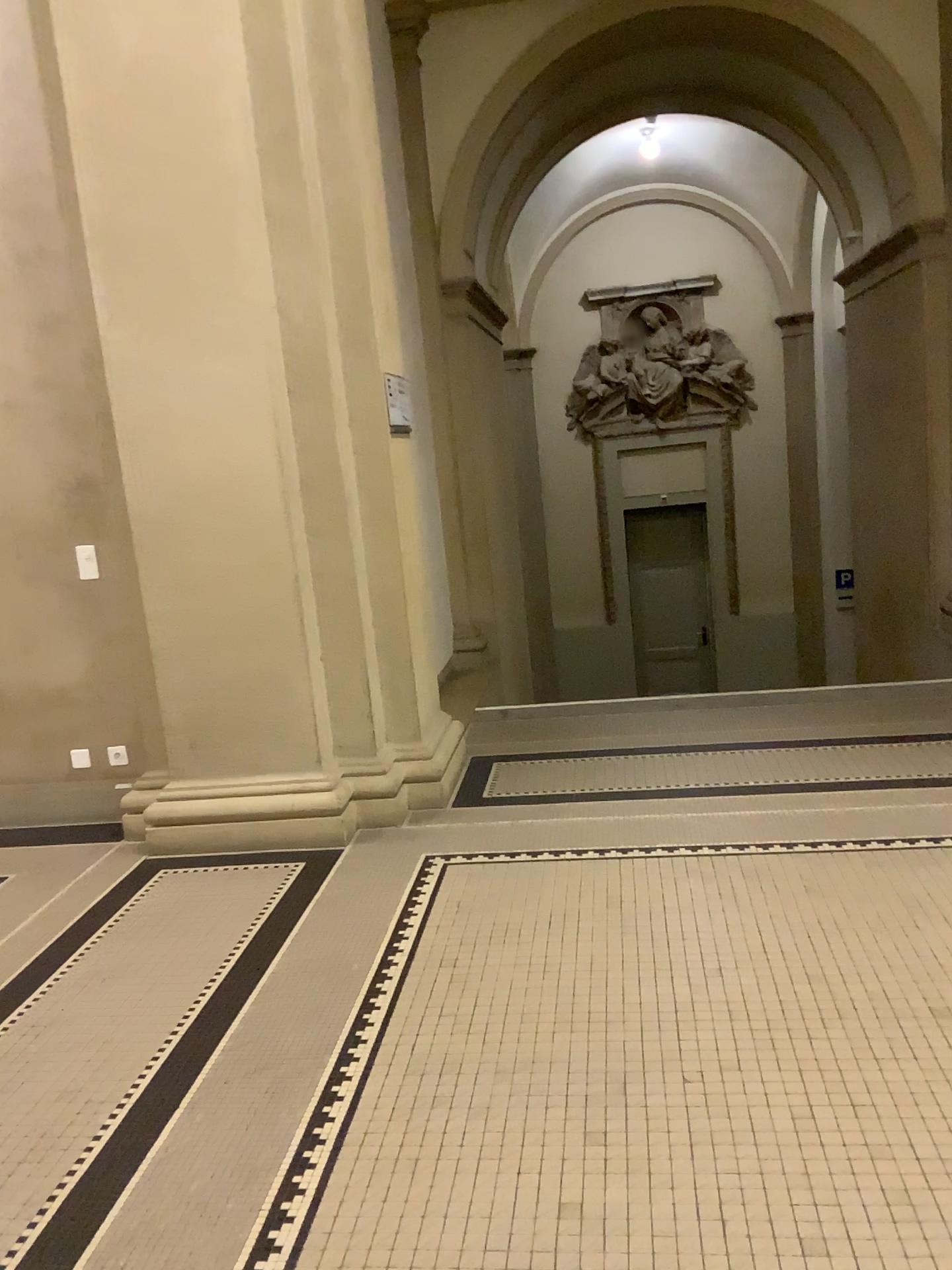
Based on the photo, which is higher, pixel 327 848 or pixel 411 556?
pixel 411 556
